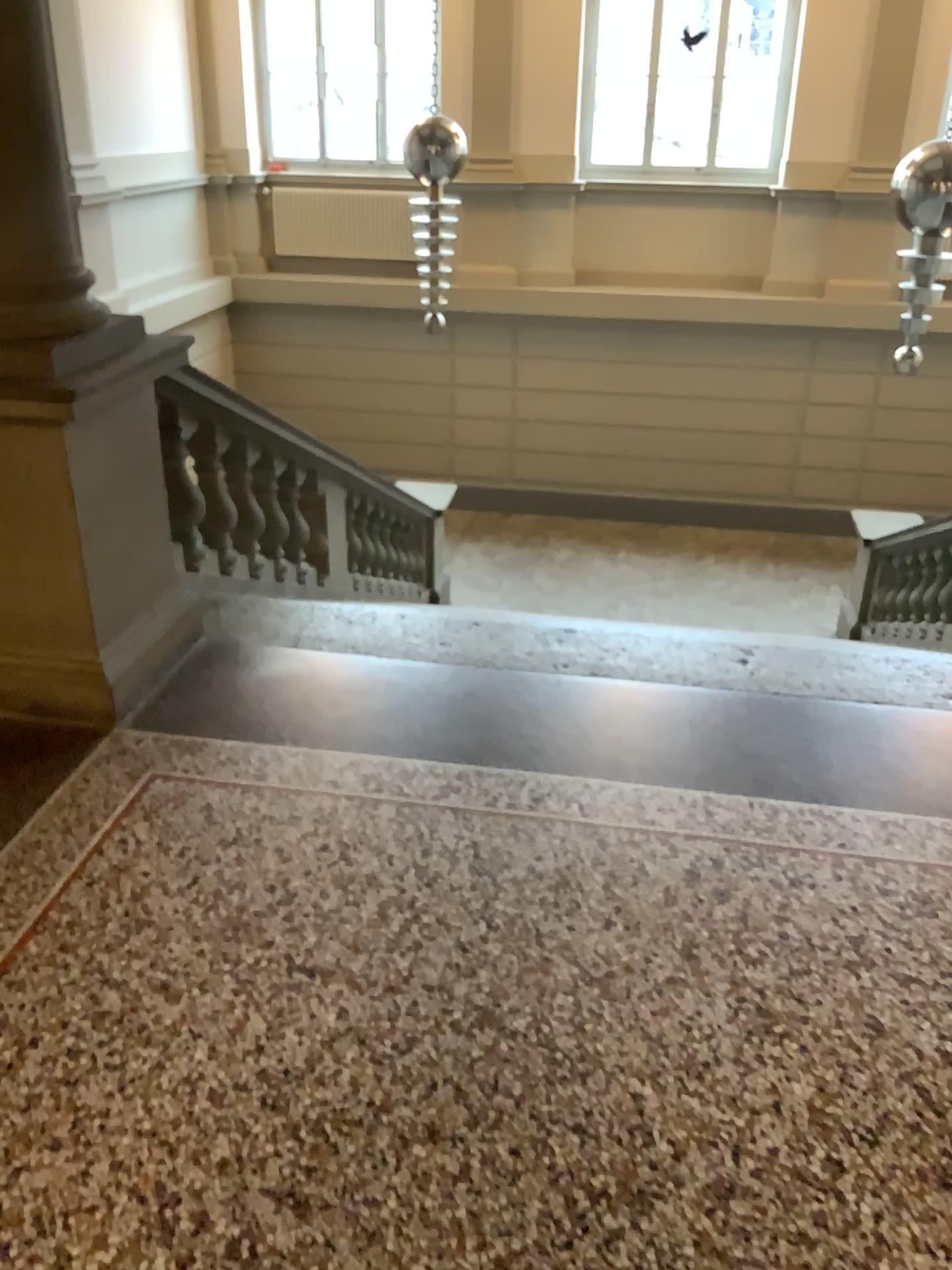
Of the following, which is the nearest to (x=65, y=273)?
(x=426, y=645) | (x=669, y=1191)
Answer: (x=426, y=645)
